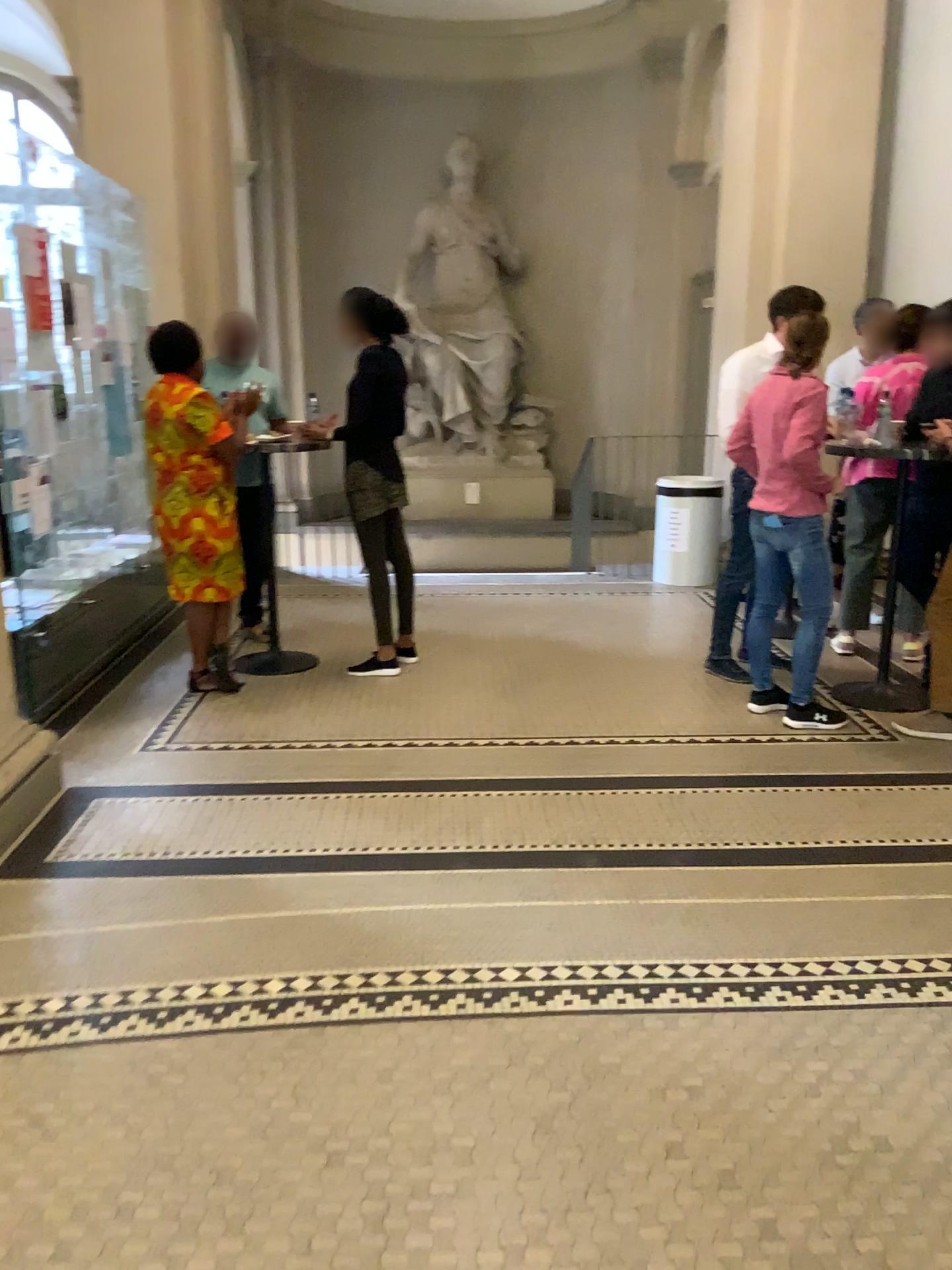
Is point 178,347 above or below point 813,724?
above

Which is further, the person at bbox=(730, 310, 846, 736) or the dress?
the dress

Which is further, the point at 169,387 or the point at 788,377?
the point at 169,387

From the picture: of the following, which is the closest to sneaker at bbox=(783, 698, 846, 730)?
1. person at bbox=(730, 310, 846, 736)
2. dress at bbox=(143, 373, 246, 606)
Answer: person at bbox=(730, 310, 846, 736)

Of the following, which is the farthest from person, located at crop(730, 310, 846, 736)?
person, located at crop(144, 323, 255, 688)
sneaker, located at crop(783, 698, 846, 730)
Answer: person, located at crop(144, 323, 255, 688)

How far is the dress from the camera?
4.47m

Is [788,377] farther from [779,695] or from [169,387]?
[169,387]

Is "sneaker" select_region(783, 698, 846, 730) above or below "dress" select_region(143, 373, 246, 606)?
below

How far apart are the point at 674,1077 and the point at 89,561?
3.5m

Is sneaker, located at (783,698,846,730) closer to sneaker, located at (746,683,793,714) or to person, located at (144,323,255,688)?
sneaker, located at (746,683,793,714)
